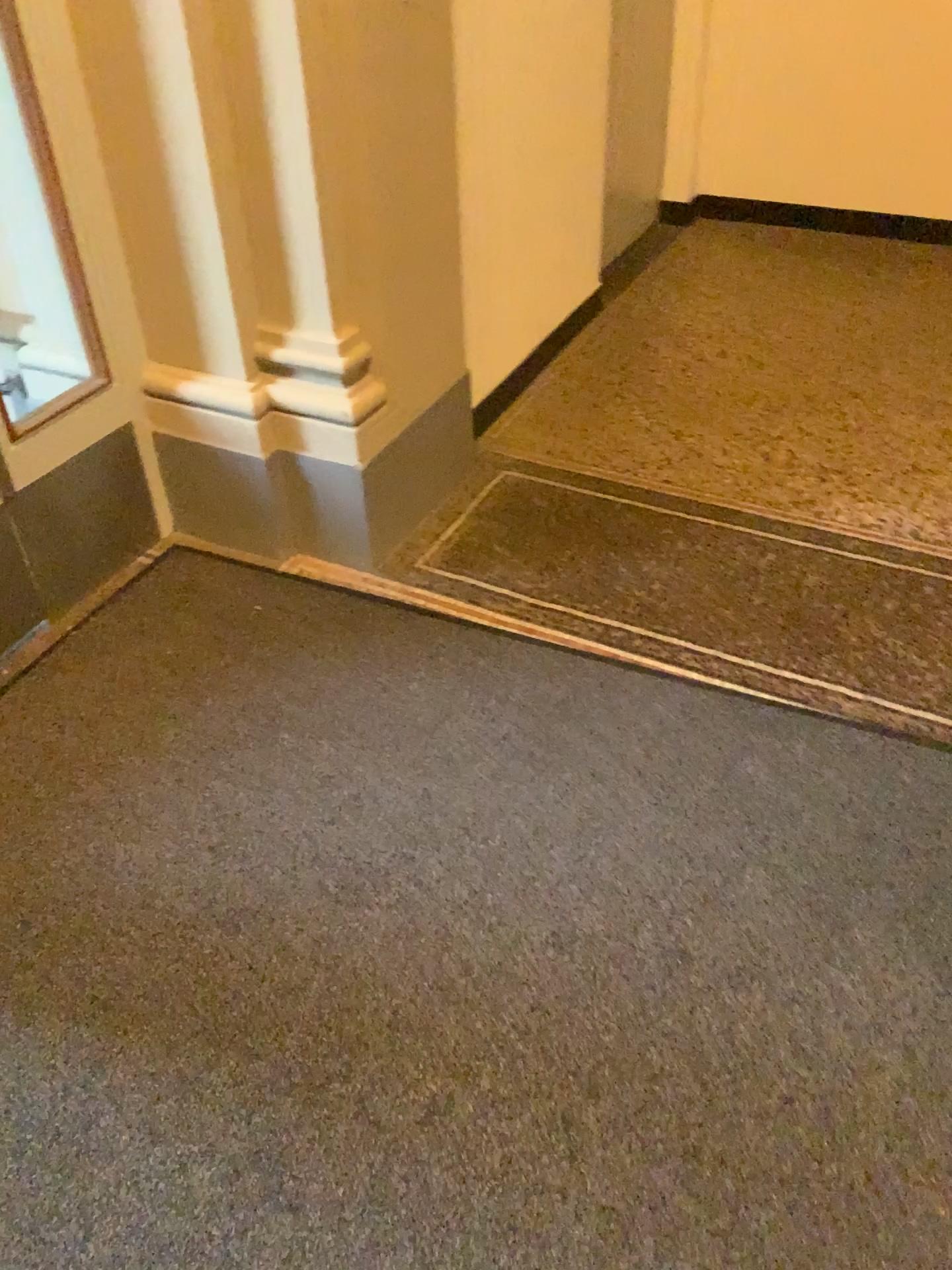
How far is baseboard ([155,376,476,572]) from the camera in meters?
2.4 m

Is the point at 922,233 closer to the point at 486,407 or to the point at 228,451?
the point at 486,407

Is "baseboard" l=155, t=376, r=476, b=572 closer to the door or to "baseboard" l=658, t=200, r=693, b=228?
the door

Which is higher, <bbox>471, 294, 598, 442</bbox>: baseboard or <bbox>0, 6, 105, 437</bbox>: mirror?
<bbox>0, 6, 105, 437</bbox>: mirror

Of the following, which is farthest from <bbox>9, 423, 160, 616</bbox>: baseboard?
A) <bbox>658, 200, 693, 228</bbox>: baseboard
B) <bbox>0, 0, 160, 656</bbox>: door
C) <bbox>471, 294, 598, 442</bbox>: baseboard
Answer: <bbox>658, 200, 693, 228</bbox>: baseboard

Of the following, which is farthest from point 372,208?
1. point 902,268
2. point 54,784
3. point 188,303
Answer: point 902,268

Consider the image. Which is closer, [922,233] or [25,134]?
[25,134]

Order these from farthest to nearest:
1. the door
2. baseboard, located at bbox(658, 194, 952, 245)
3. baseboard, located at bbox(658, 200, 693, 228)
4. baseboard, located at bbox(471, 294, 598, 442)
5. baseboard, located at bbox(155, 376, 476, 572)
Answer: baseboard, located at bbox(658, 200, 693, 228) < baseboard, located at bbox(658, 194, 952, 245) < baseboard, located at bbox(471, 294, 598, 442) < baseboard, located at bbox(155, 376, 476, 572) < the door

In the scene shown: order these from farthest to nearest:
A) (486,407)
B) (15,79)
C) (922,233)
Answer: (922,233)
(486,407)
(15,79)

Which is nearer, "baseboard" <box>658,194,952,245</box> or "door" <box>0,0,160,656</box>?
"door" <box>0,0,160,656</box>
